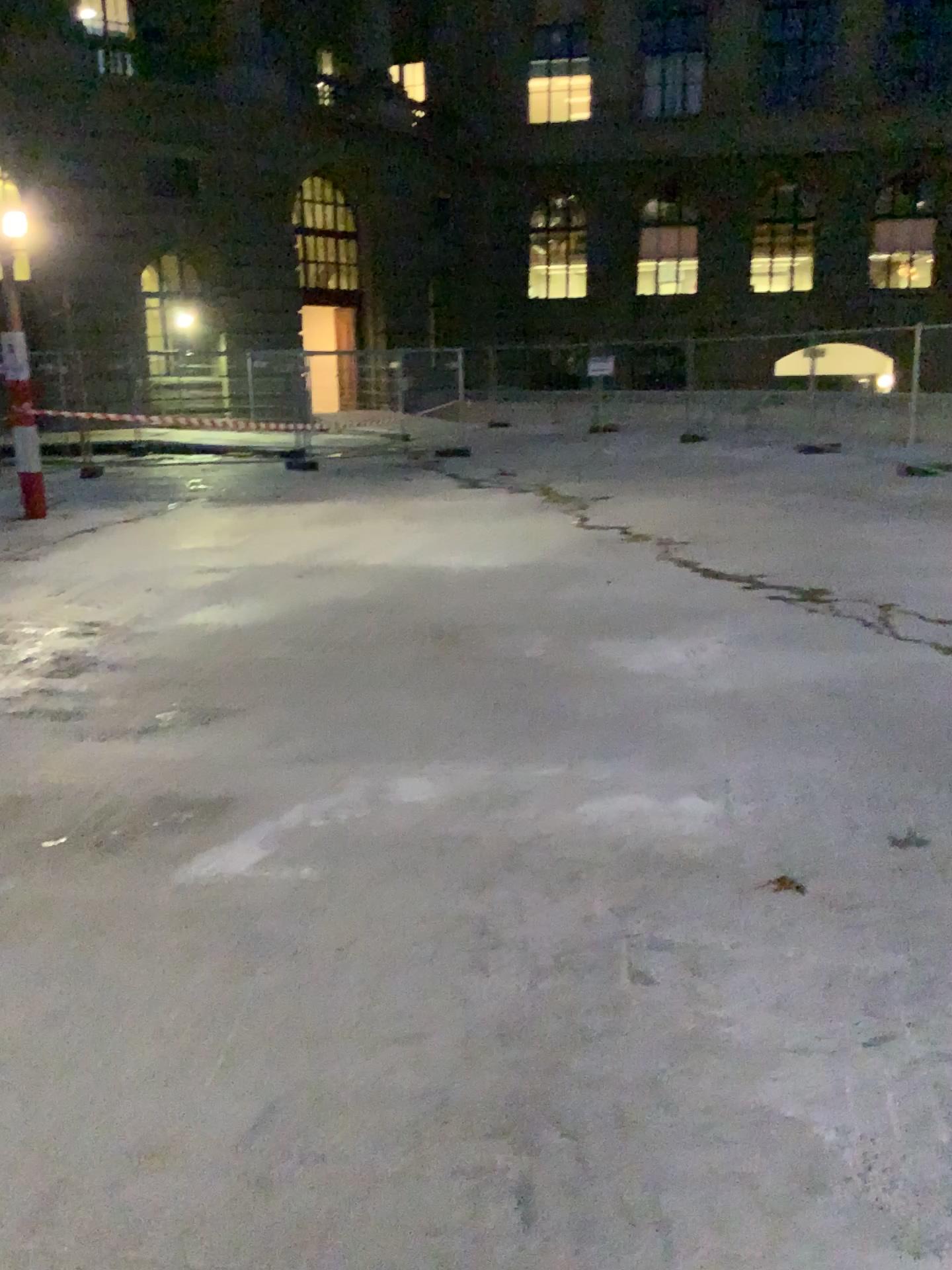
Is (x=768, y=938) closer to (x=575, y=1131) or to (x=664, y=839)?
(x=664, y=839)
